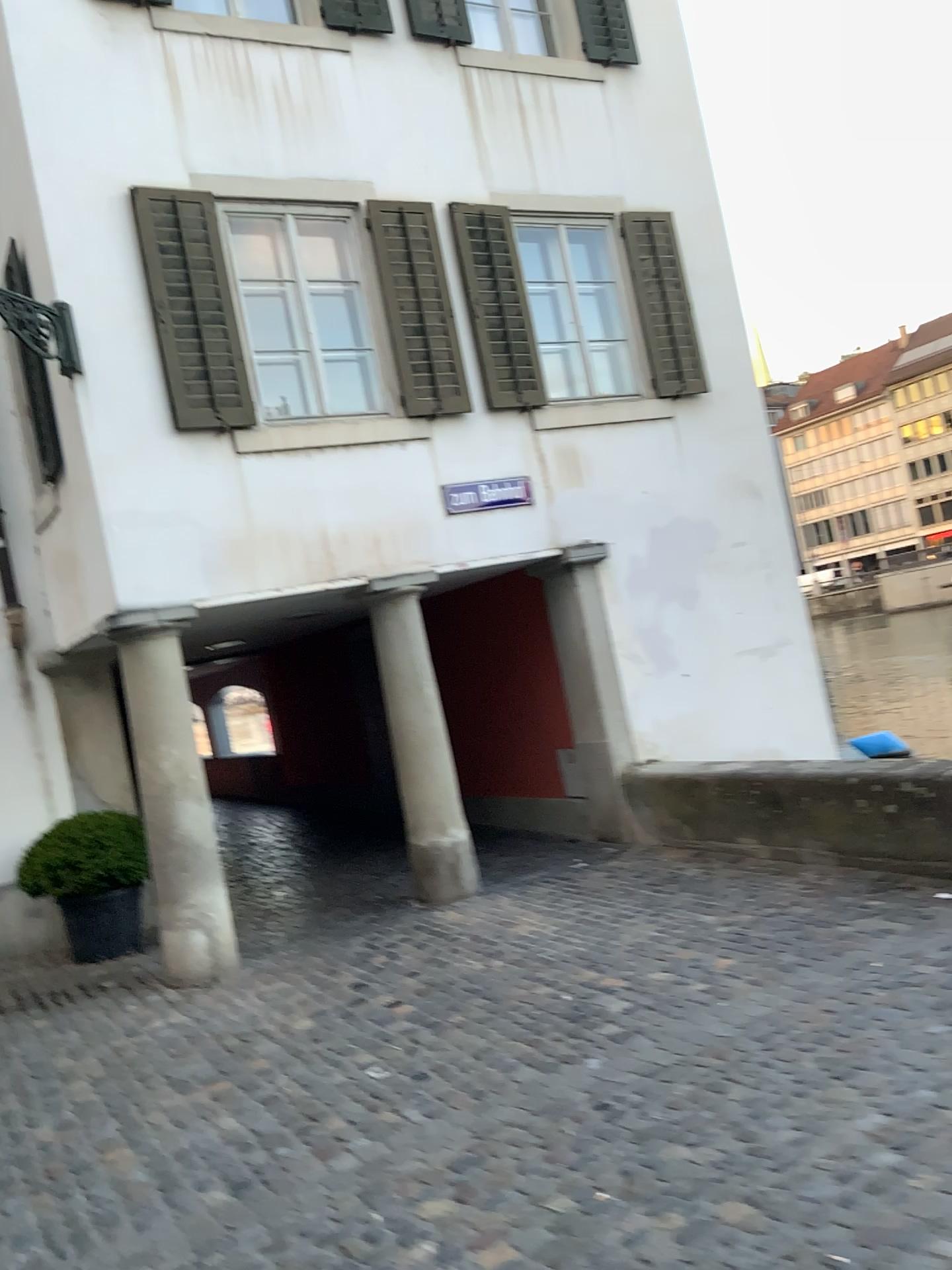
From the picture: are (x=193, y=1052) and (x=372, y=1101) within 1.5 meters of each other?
yes
